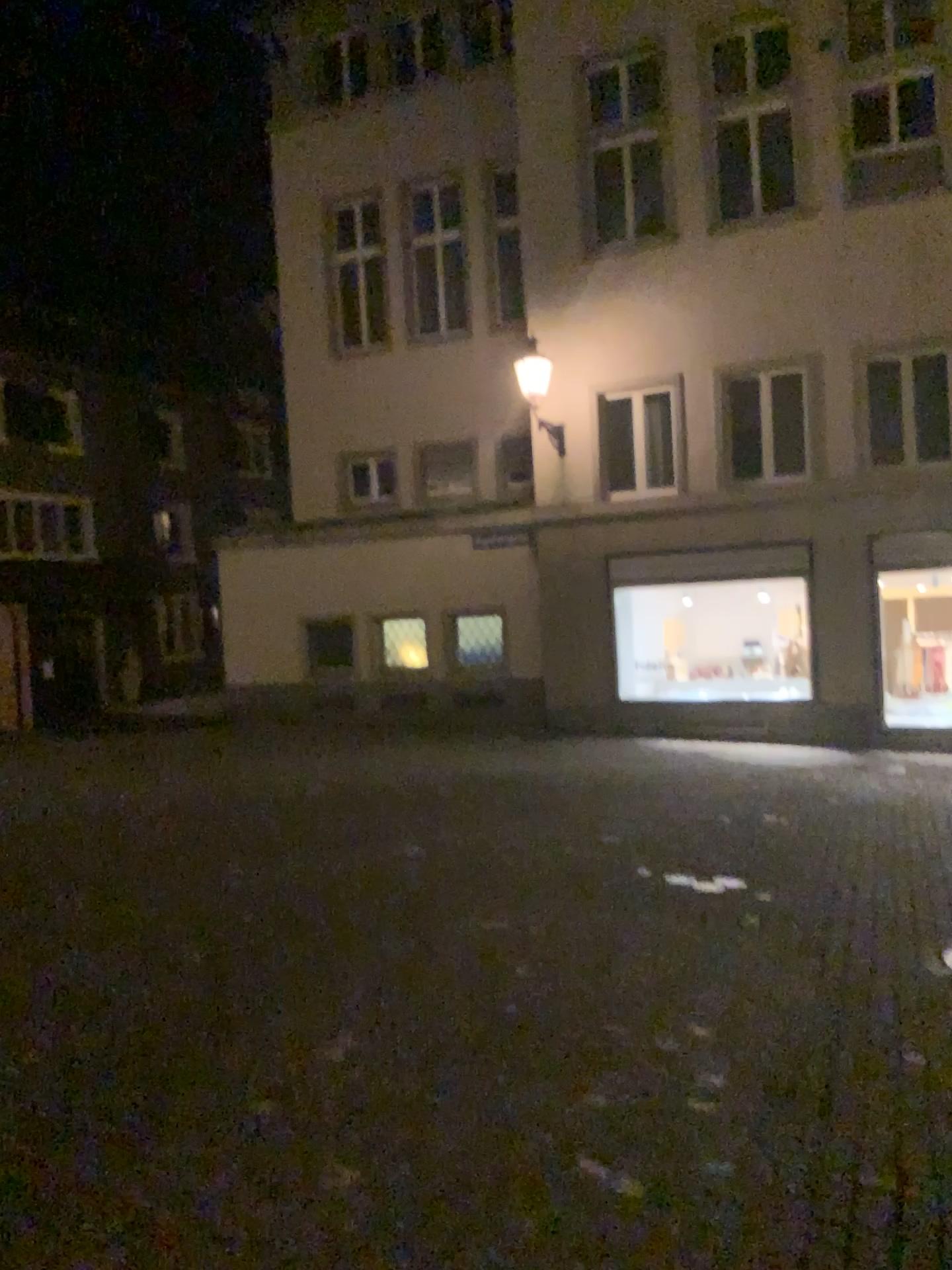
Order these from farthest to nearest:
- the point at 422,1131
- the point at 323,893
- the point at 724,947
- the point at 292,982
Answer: the point at 323,893 < the point at 724,947 < the point at 292,982 < the point at 422,1131
